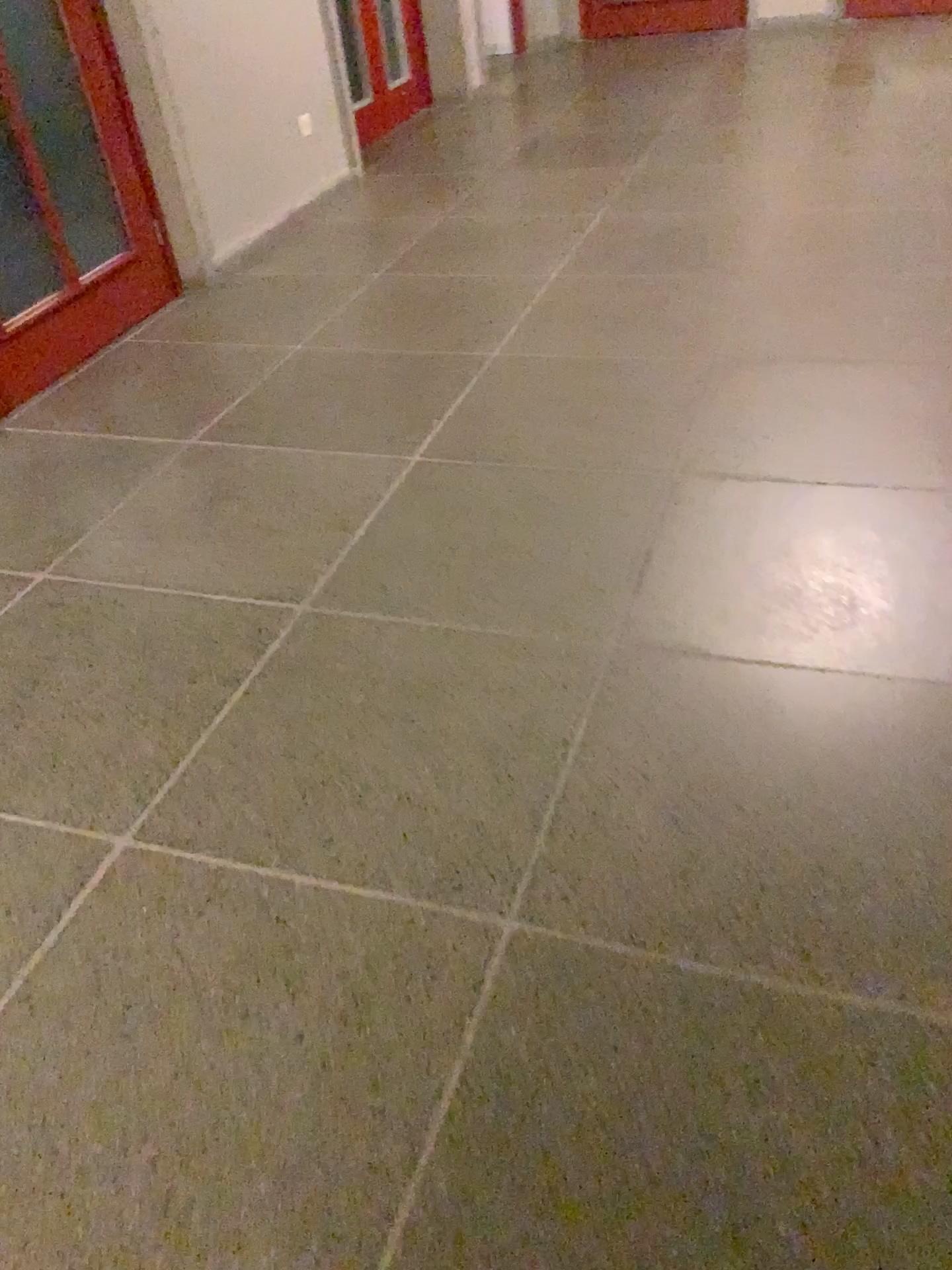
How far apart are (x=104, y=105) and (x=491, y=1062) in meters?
3.4 m
